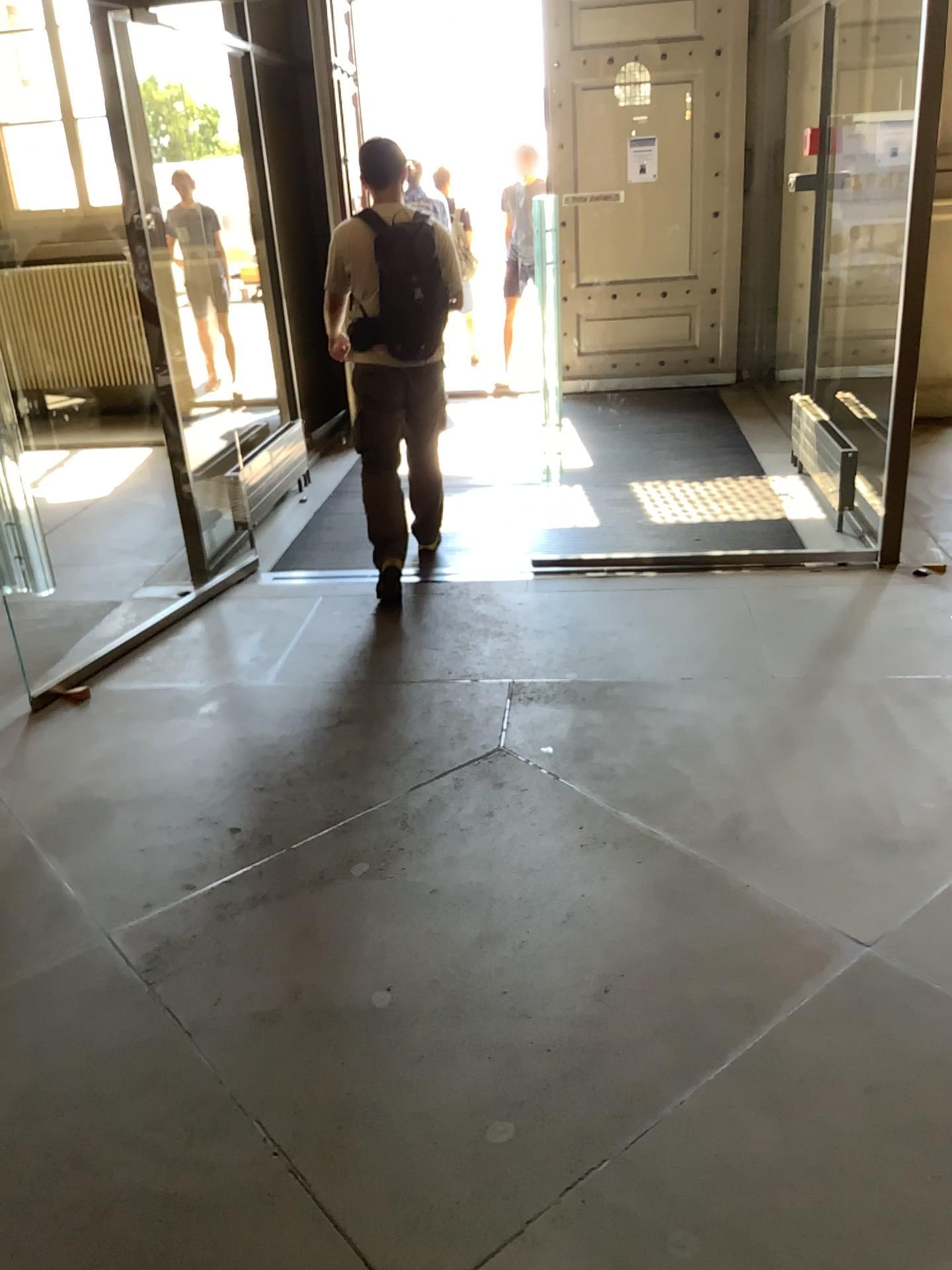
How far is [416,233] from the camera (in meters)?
4.11

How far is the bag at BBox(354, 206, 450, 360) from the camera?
4.11m

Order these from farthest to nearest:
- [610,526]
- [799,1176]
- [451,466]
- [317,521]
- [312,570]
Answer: [451,466] → [317,521] → [610,526] → [312,570] → [799,1176]
